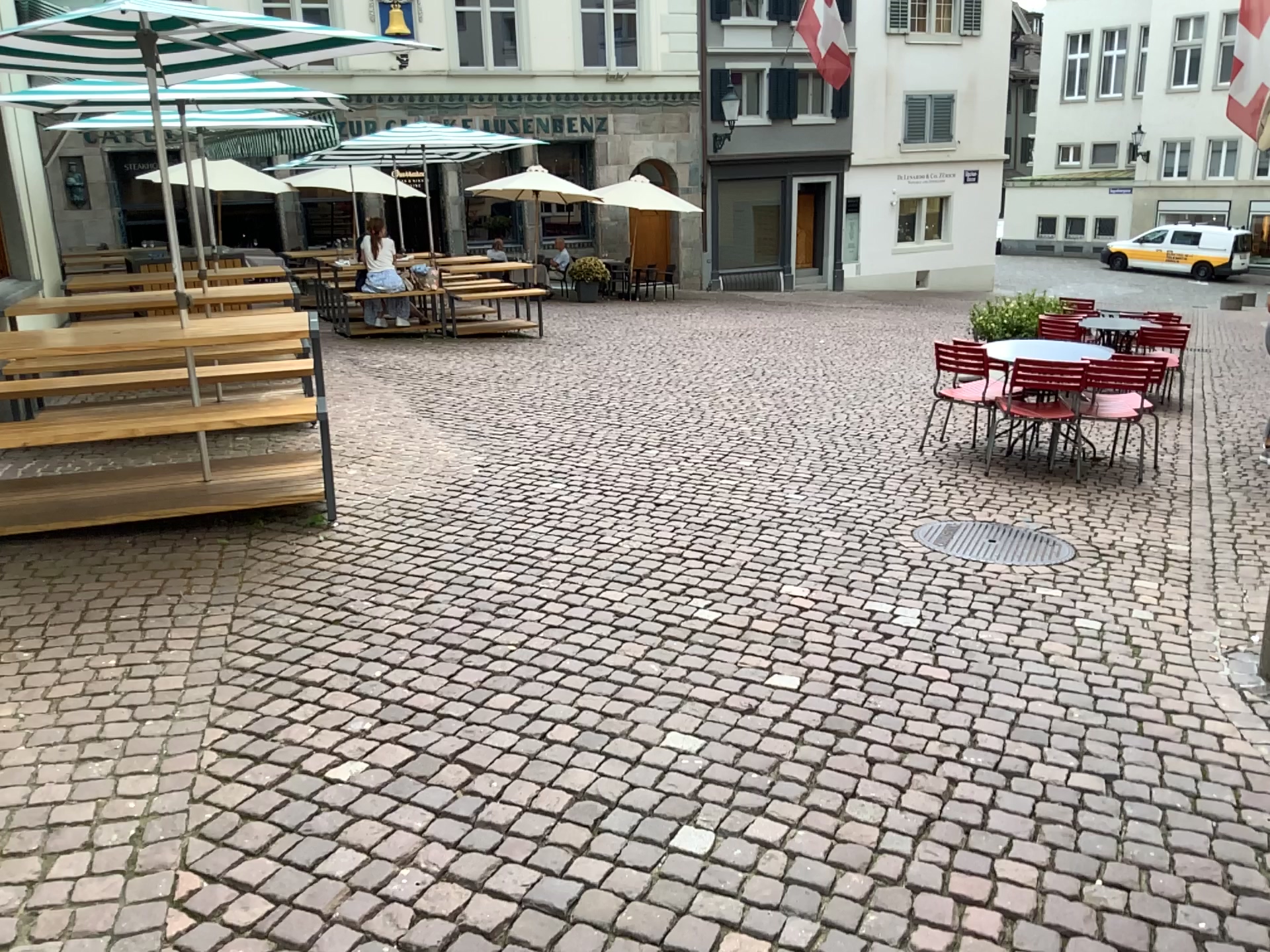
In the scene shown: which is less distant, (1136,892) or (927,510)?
(1136,892)
